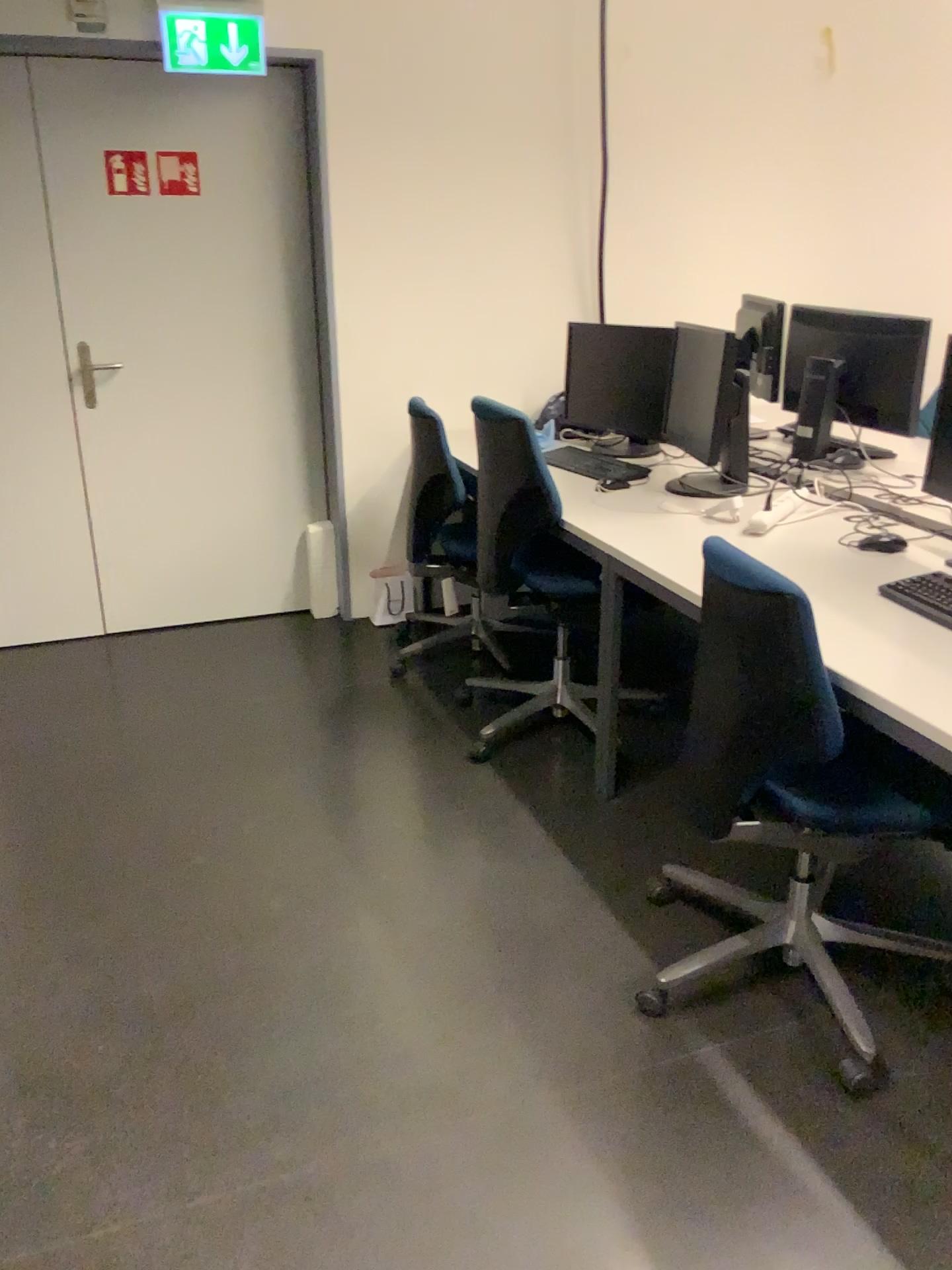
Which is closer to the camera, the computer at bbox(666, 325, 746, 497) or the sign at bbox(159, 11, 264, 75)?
the computer at bbox(666, 325, 746, 497)

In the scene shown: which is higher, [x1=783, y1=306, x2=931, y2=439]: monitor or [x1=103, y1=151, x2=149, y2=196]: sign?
[x1=103, y1=151, x2=149, y2=196]: sign

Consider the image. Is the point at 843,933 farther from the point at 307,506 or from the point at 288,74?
the point at 288,74

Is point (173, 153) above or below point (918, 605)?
above

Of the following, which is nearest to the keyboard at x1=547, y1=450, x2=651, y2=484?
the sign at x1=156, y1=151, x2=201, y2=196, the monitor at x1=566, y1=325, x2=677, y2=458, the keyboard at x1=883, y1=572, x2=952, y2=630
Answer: the monitor at x1=566, y1=325, x2=677, y2=458

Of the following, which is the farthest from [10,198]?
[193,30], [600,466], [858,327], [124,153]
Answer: [858,327]

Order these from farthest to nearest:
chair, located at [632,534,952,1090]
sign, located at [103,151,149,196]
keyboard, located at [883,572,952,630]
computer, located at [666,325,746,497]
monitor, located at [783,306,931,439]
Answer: sign, located at [103,151,149,196]
monitor, located at [783,306,931,439]
computer, located at [666,325,746,497]
keyboard, located at [883,572,952,630]
chair, located at [632,534,952,1090]

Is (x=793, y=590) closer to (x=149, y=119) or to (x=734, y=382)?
(x=734, y=382)

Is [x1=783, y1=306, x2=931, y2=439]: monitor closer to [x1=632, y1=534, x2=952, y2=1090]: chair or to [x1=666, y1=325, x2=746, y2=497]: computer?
[x1=666, y1=325, x2=746, y2=497]: computer

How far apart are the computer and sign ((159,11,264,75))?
1.7m
